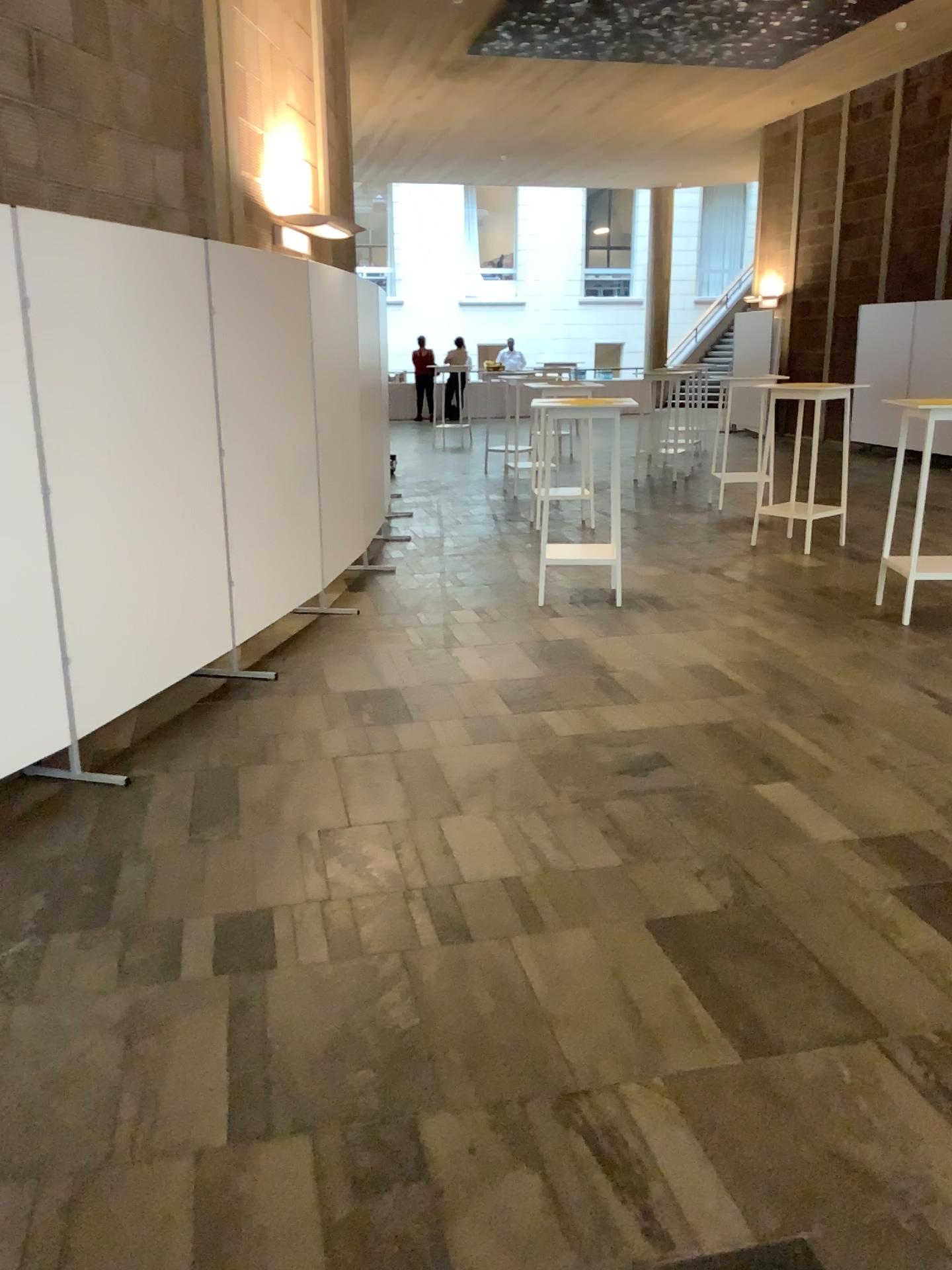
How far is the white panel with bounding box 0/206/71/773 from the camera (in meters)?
3.35

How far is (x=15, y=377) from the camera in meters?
3.3 m

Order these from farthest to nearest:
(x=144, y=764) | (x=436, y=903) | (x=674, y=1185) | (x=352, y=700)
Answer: (x=352, y=700) < (x=144, y=764) < (x=436, y=903) < (x=674, y=1185)
